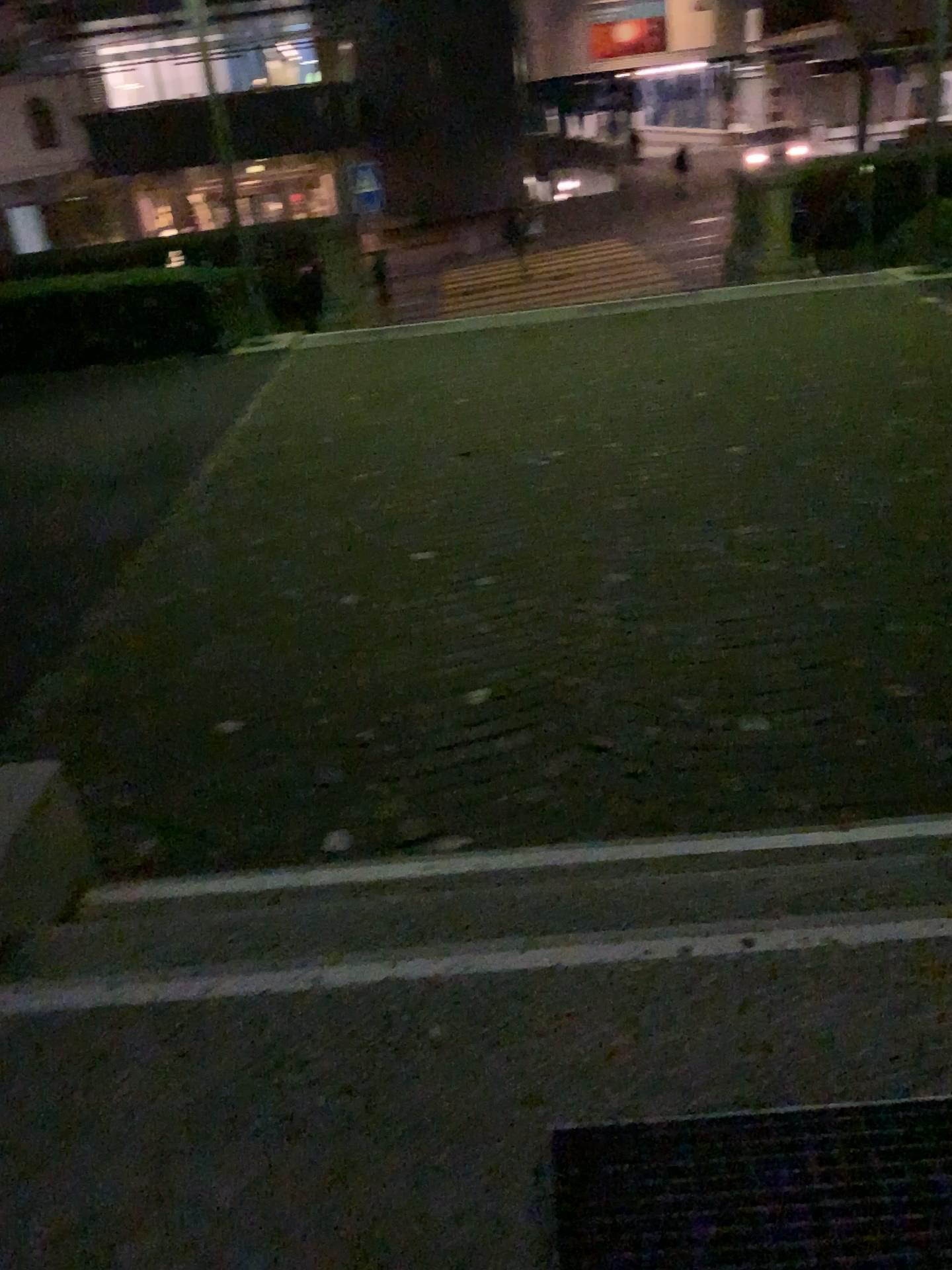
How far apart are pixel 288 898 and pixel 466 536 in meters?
2.7 m

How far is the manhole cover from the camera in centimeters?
135cm

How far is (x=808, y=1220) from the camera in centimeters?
135cm
